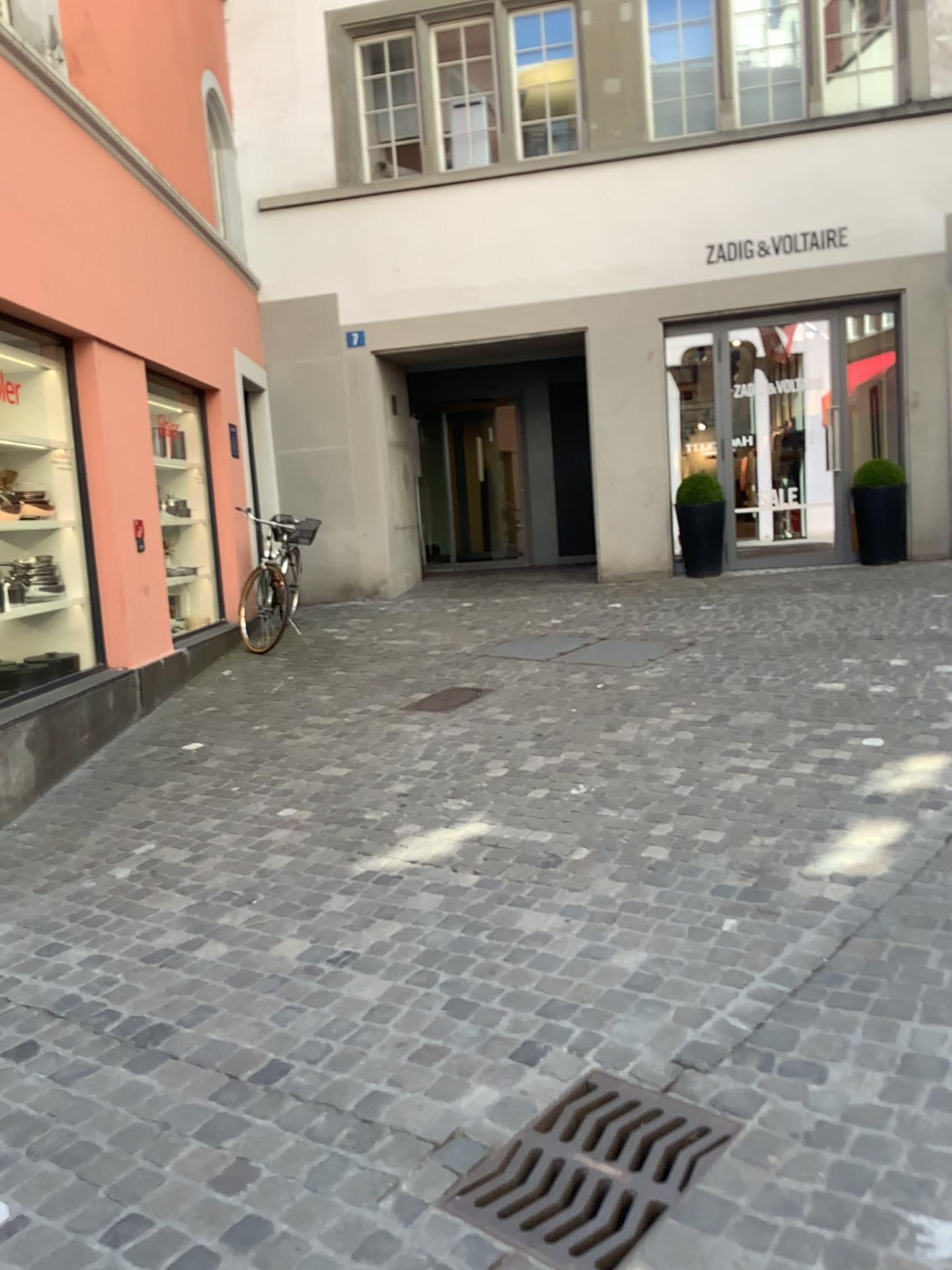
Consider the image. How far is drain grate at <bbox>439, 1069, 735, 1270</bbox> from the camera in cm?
192

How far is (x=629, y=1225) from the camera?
1.92m

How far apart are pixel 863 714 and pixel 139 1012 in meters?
3.4
